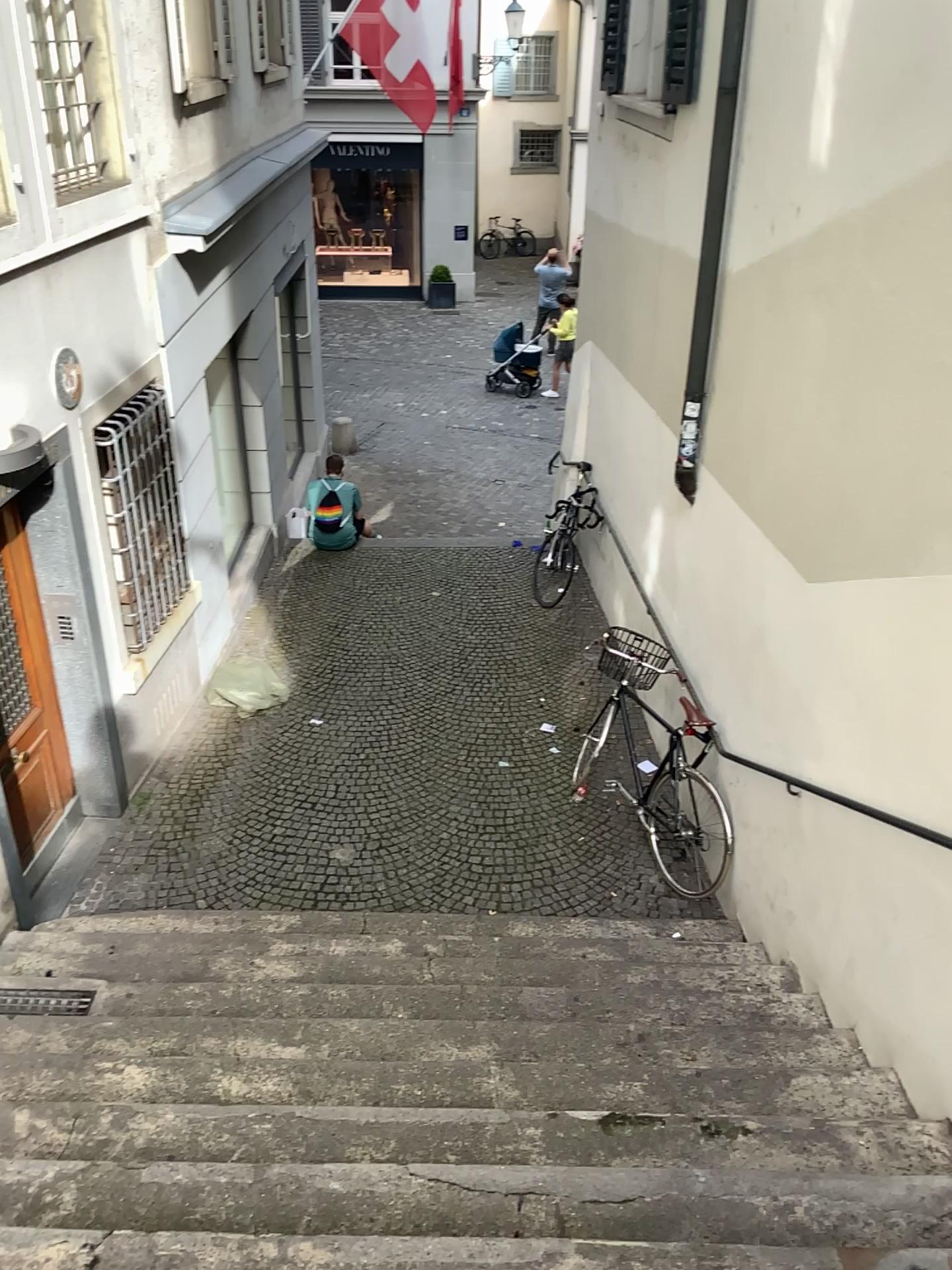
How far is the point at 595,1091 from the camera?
3.3 meters
